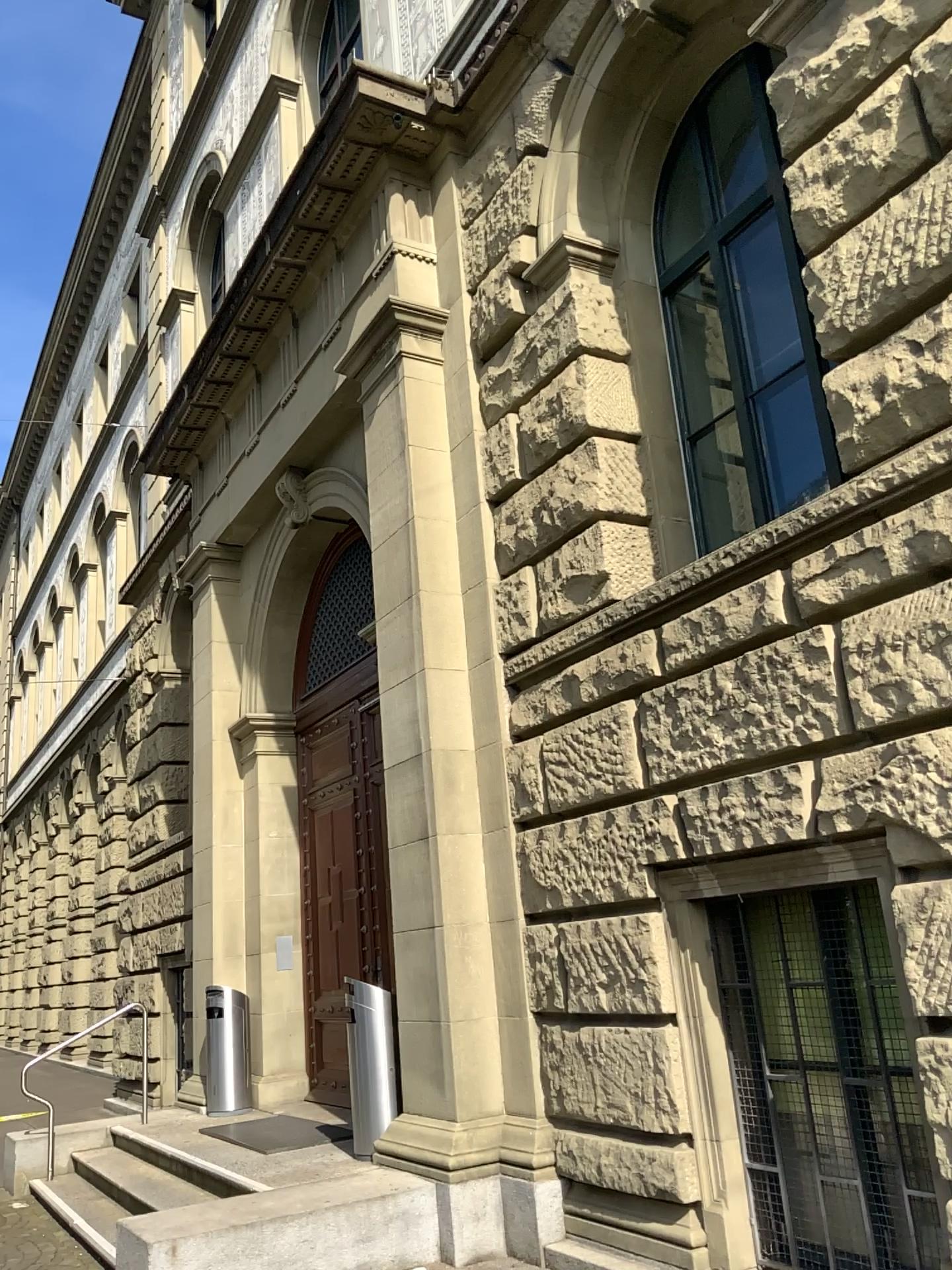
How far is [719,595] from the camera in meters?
4.7 m
